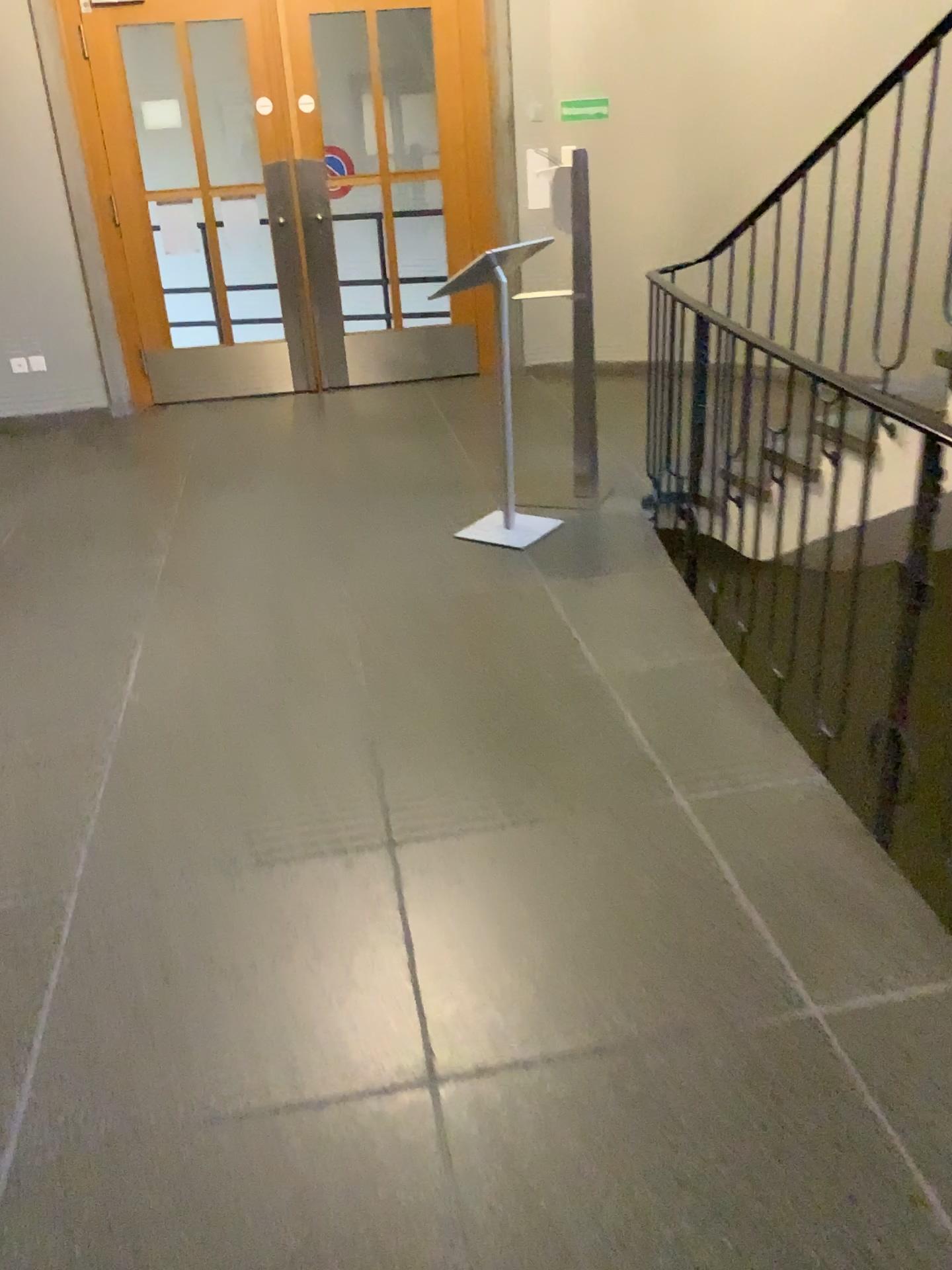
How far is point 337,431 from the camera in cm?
578
